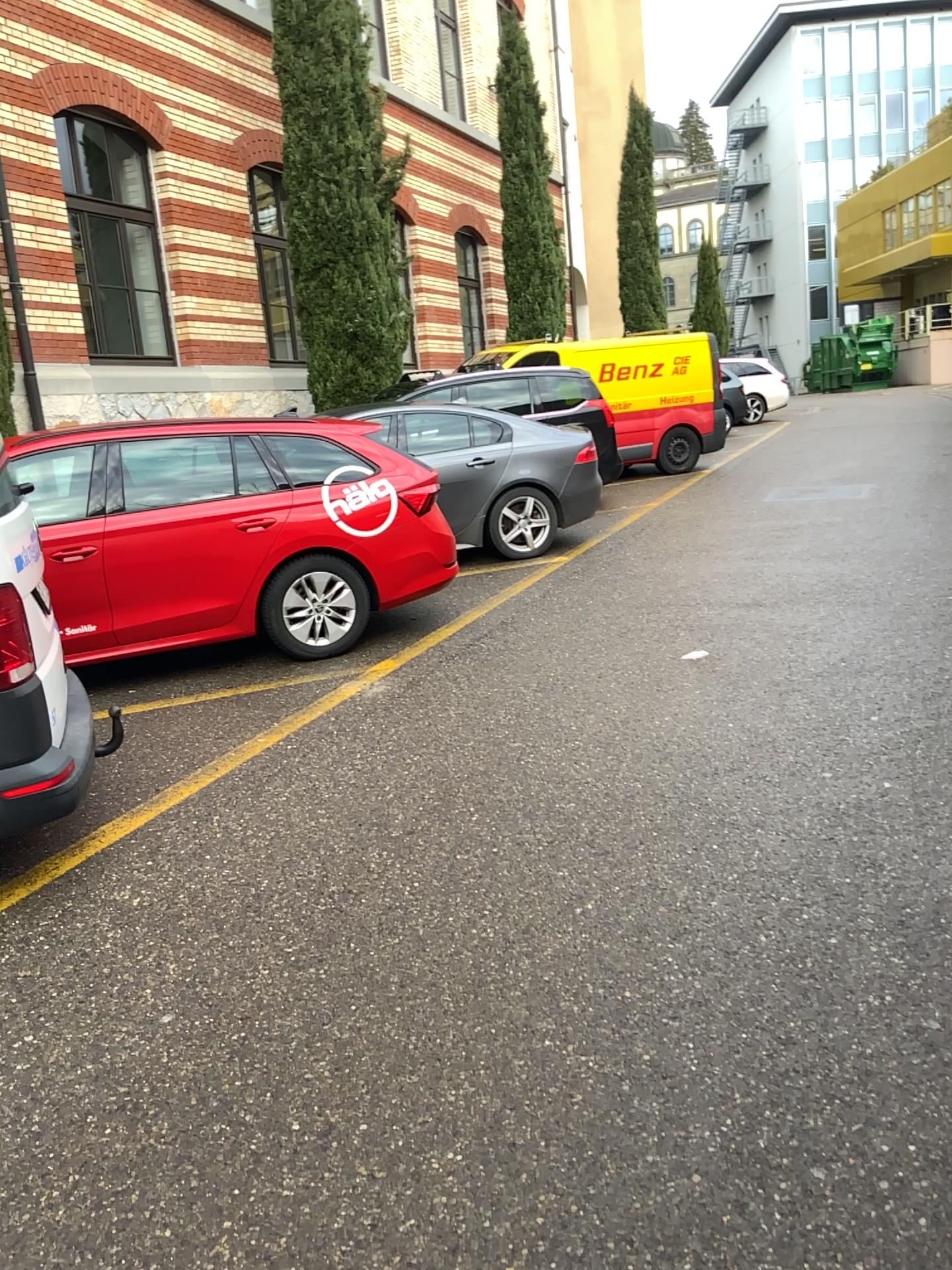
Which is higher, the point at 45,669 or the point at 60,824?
the point at 45,669
